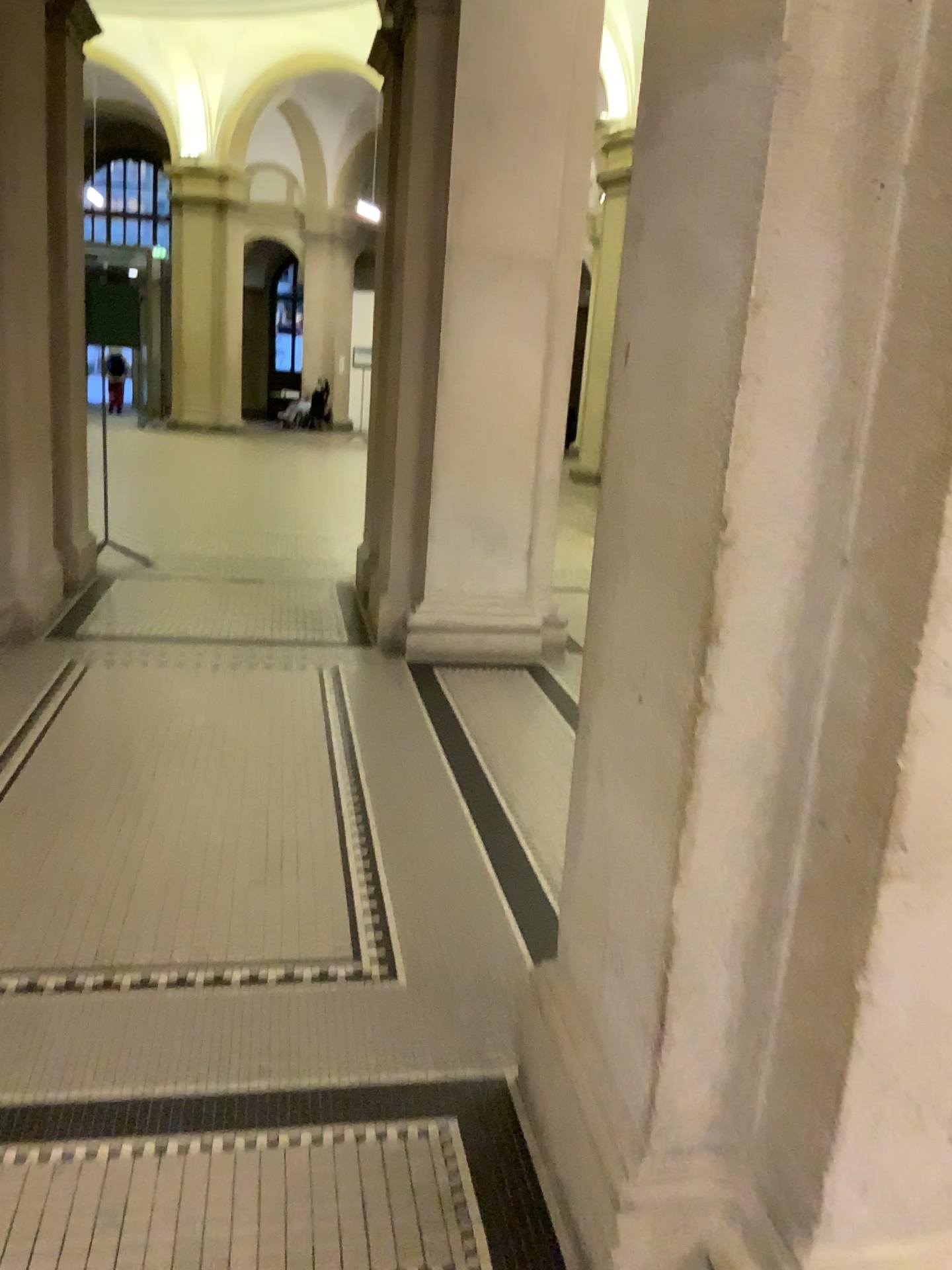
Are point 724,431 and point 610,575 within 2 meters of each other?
yes
